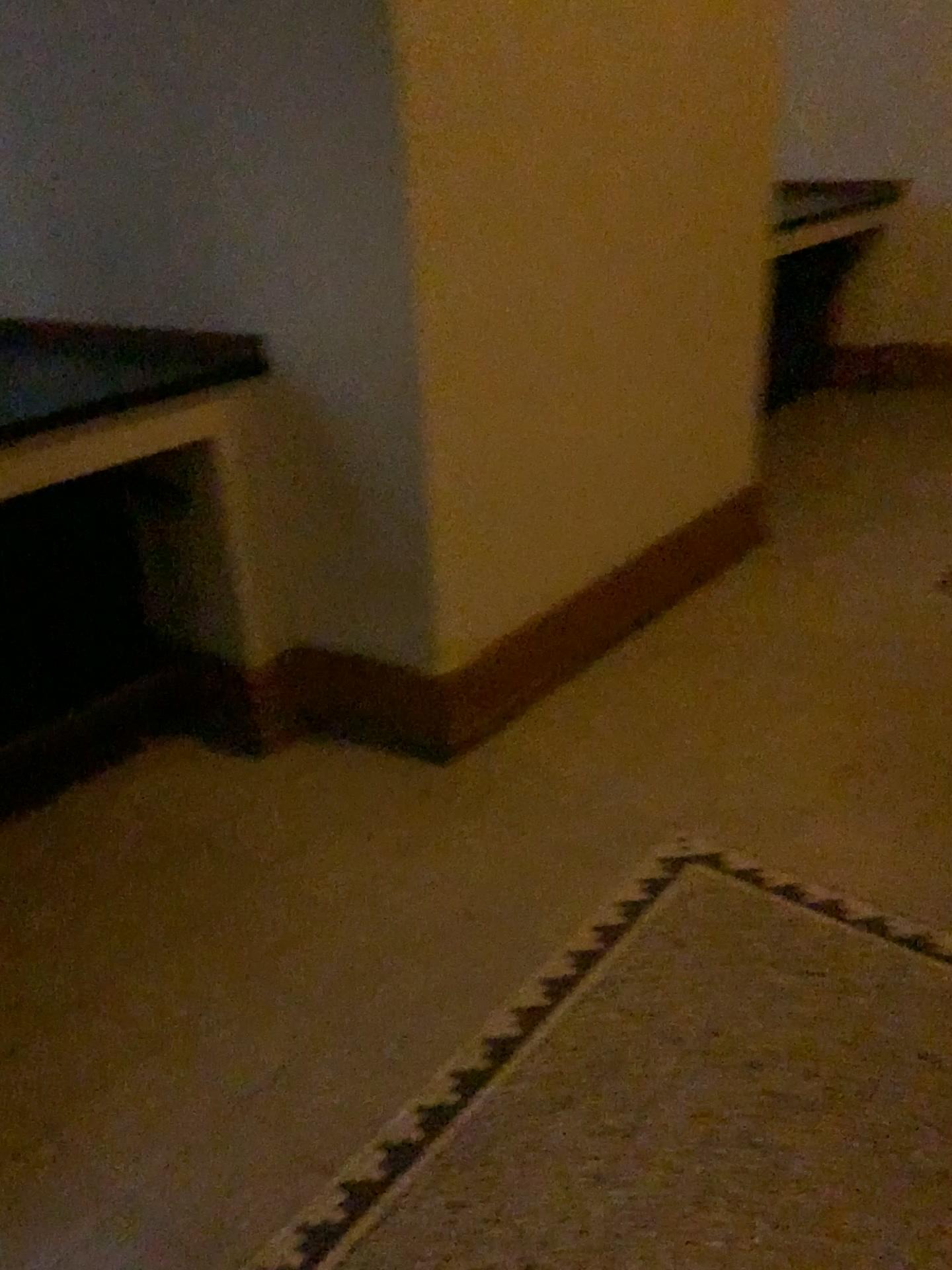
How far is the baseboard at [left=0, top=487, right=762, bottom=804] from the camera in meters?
2.4

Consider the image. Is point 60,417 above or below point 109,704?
above

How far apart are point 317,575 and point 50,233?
1.01m

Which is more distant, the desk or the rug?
the desk

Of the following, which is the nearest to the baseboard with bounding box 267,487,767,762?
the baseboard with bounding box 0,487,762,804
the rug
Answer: the baseboard with bounding box 0,487,762,804

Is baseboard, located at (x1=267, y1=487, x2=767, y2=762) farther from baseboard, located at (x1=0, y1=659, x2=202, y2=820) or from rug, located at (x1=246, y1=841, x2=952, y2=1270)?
rug, located at (x1=246, y1=841, x2=952, y2=1270)

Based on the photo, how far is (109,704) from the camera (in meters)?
2.40

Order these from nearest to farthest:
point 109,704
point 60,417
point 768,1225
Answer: point 768,1225
point 60,417
point 109,704

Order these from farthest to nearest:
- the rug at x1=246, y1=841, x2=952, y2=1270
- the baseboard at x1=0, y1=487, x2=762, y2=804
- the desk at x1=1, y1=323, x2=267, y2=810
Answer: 1. the baseboard at x1=0, y1=487, x2=762, y2=804
2. the desk at x1=1, y1=323, x2=267, y2=810
3. the rug at x1=246, y1=841, x2=952, y2=1270

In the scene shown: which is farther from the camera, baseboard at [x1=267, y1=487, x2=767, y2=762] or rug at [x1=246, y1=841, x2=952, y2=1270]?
baseboard at [x1=267, y1=487, x2=767, y2=762]
